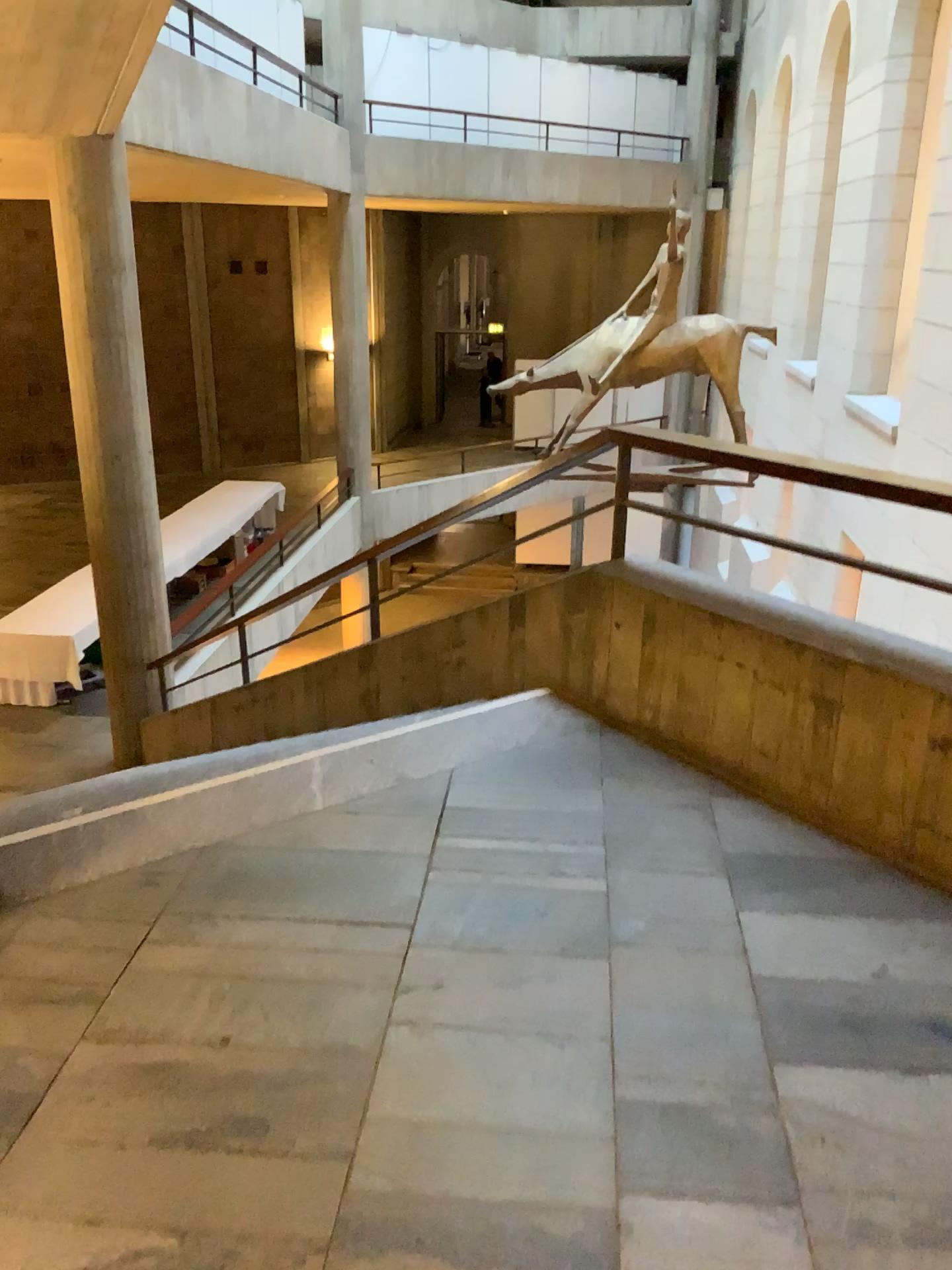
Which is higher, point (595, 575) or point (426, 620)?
point (595, 575)
